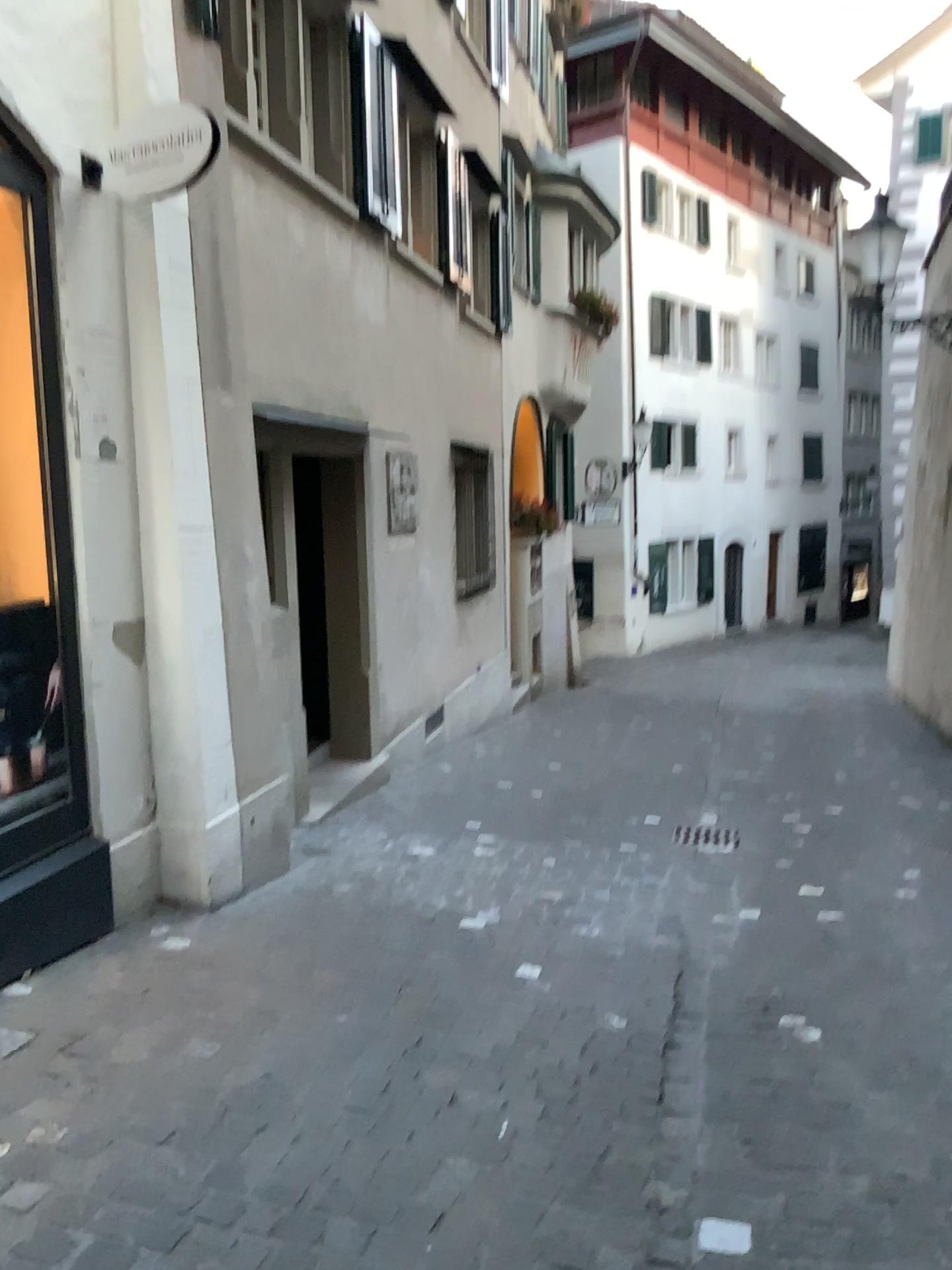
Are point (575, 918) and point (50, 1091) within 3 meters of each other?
yes

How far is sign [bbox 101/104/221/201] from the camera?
3.4m

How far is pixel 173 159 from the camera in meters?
3.4 m
